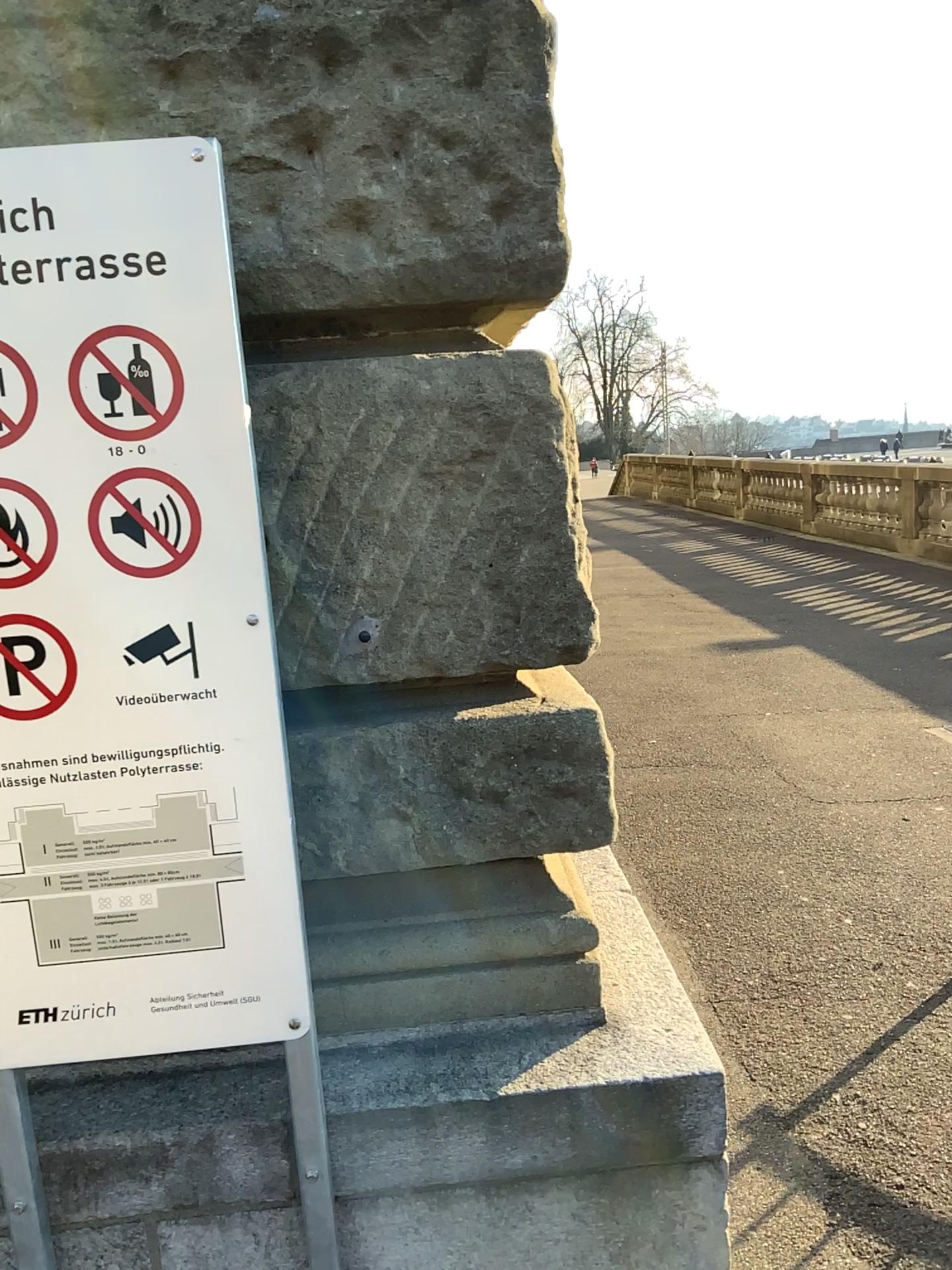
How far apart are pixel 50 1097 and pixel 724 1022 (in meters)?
2.04
